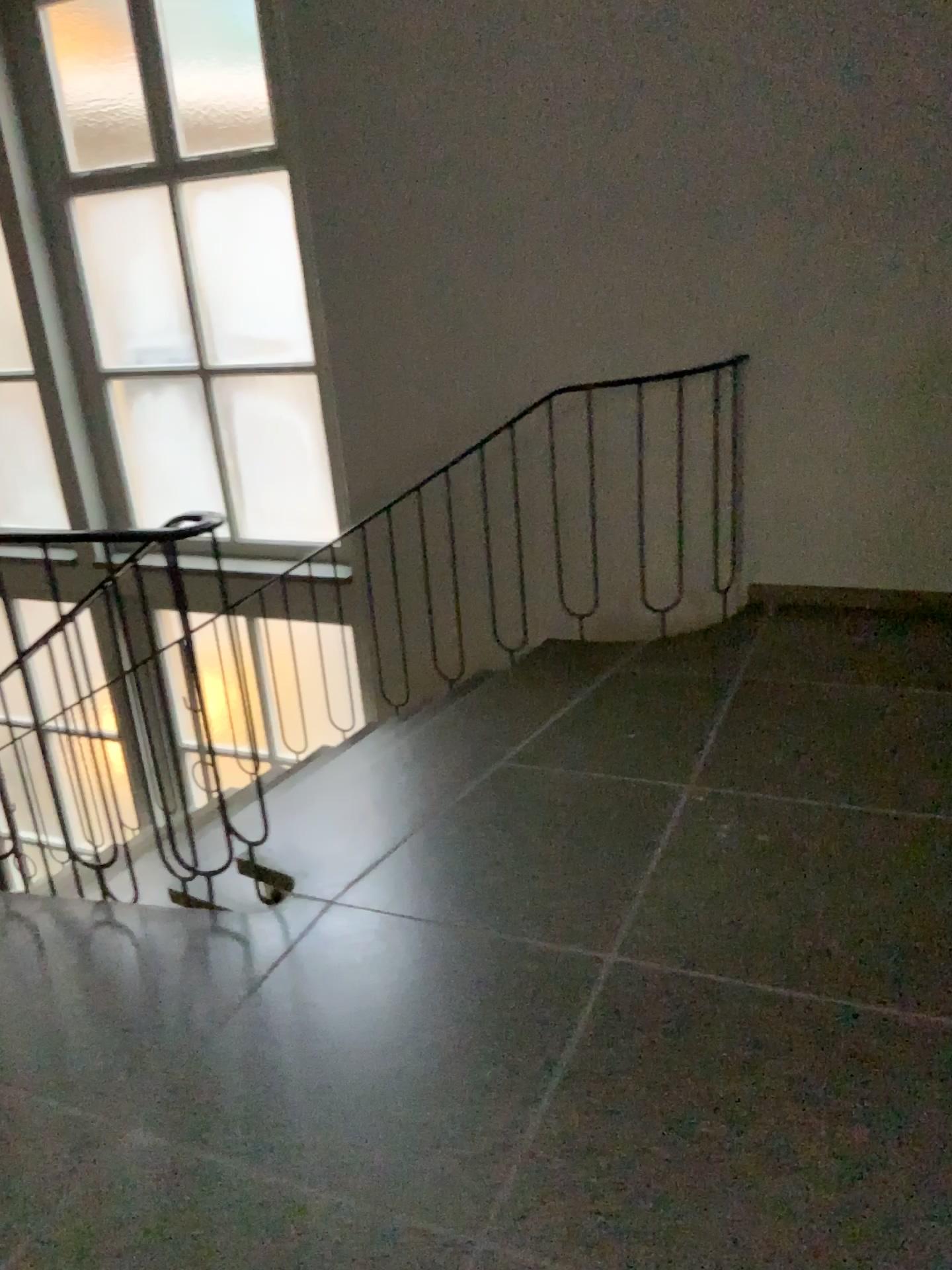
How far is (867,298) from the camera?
3.50m
